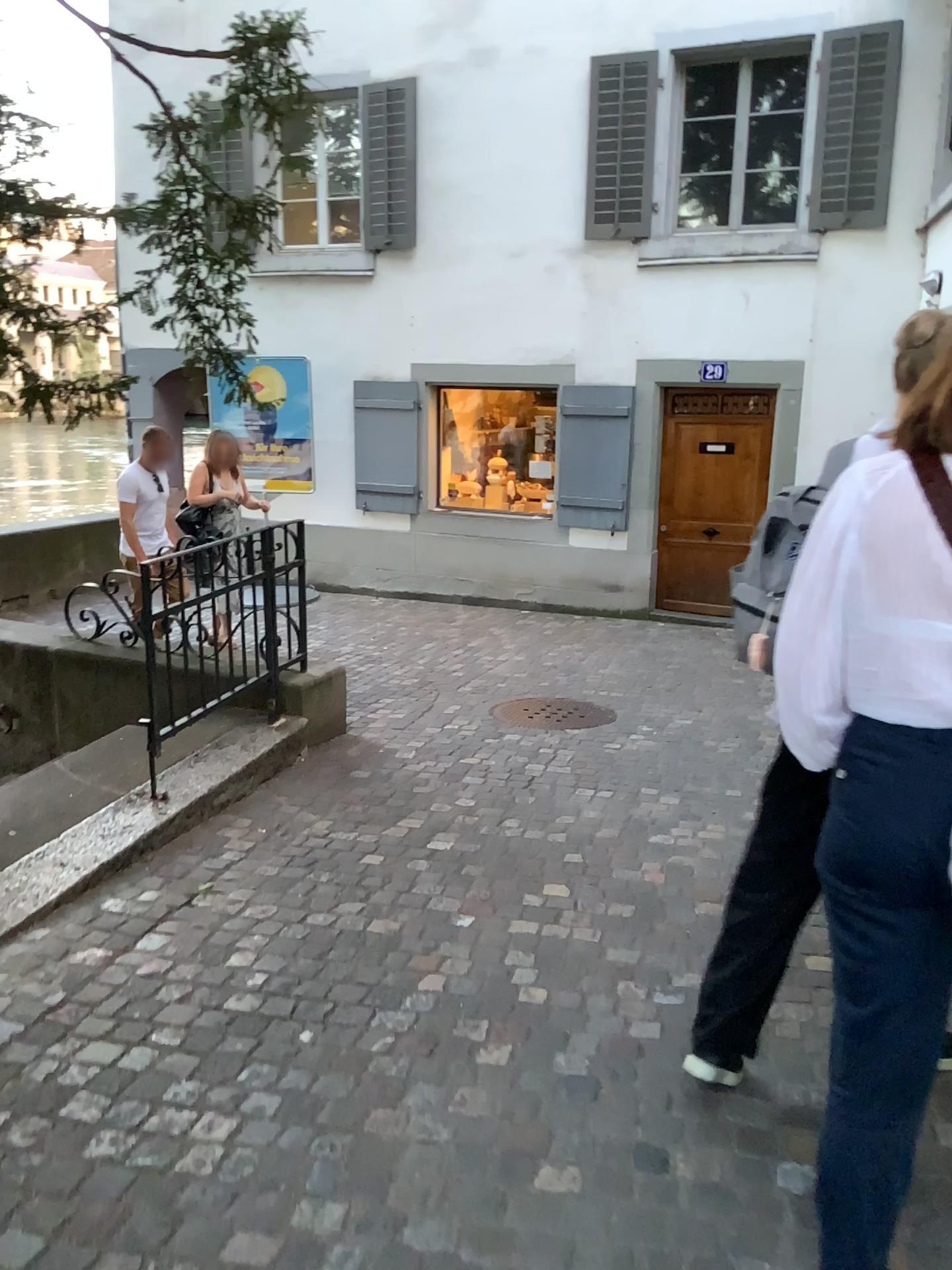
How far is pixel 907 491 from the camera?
1.4m

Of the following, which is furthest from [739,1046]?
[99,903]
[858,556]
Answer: [99,903]

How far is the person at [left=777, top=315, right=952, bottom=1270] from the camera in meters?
1.4 m
